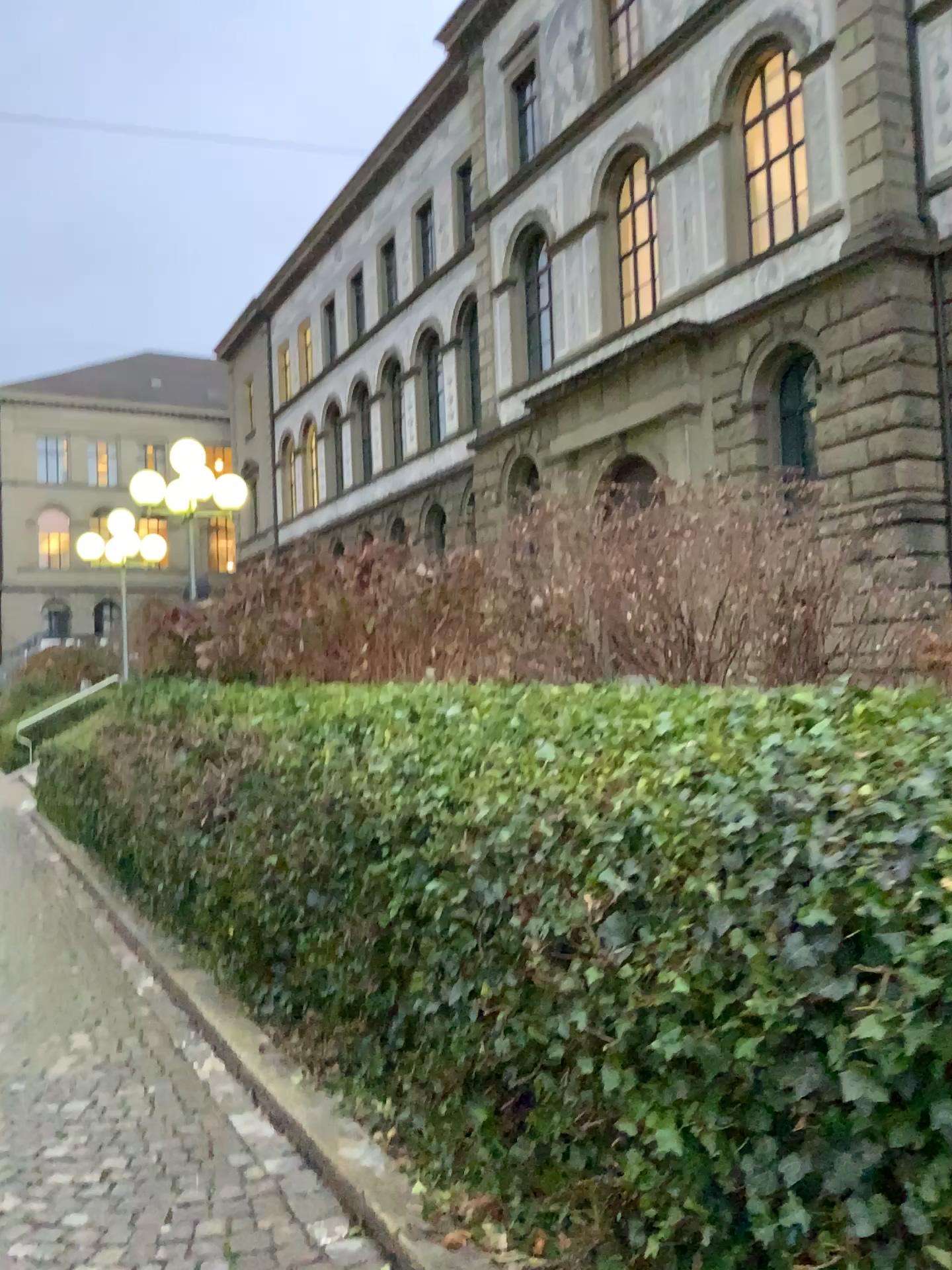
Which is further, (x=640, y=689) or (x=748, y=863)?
(x=640, y=689)
